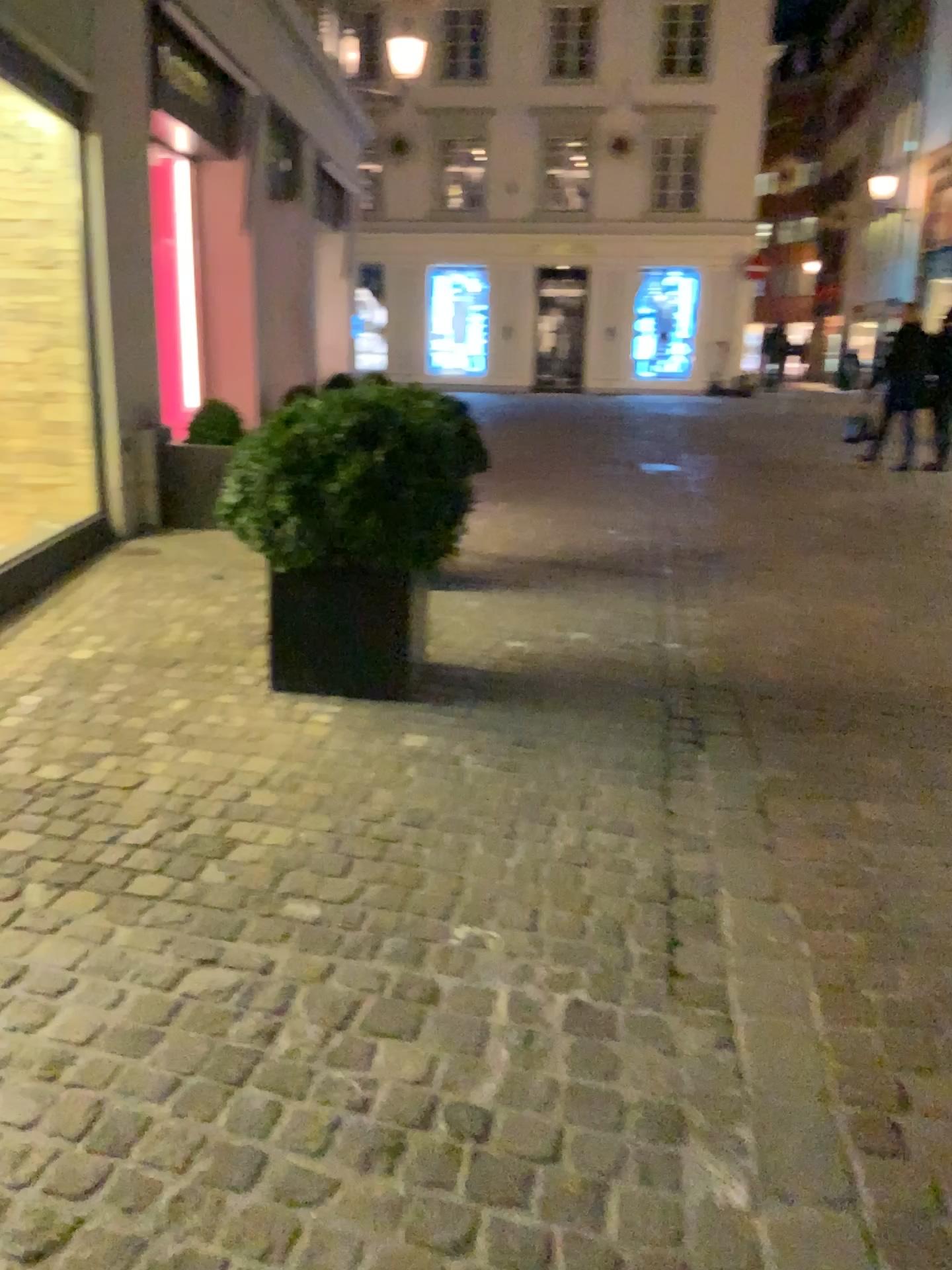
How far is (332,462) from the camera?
3.31m

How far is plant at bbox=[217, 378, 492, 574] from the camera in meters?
3.3 m

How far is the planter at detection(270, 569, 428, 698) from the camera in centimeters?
354cm

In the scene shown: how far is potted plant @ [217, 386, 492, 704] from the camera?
3.33m

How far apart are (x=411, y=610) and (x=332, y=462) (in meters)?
0.56

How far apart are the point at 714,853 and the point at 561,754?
0.71m

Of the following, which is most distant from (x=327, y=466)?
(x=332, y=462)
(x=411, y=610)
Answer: (x=411, y=610)
